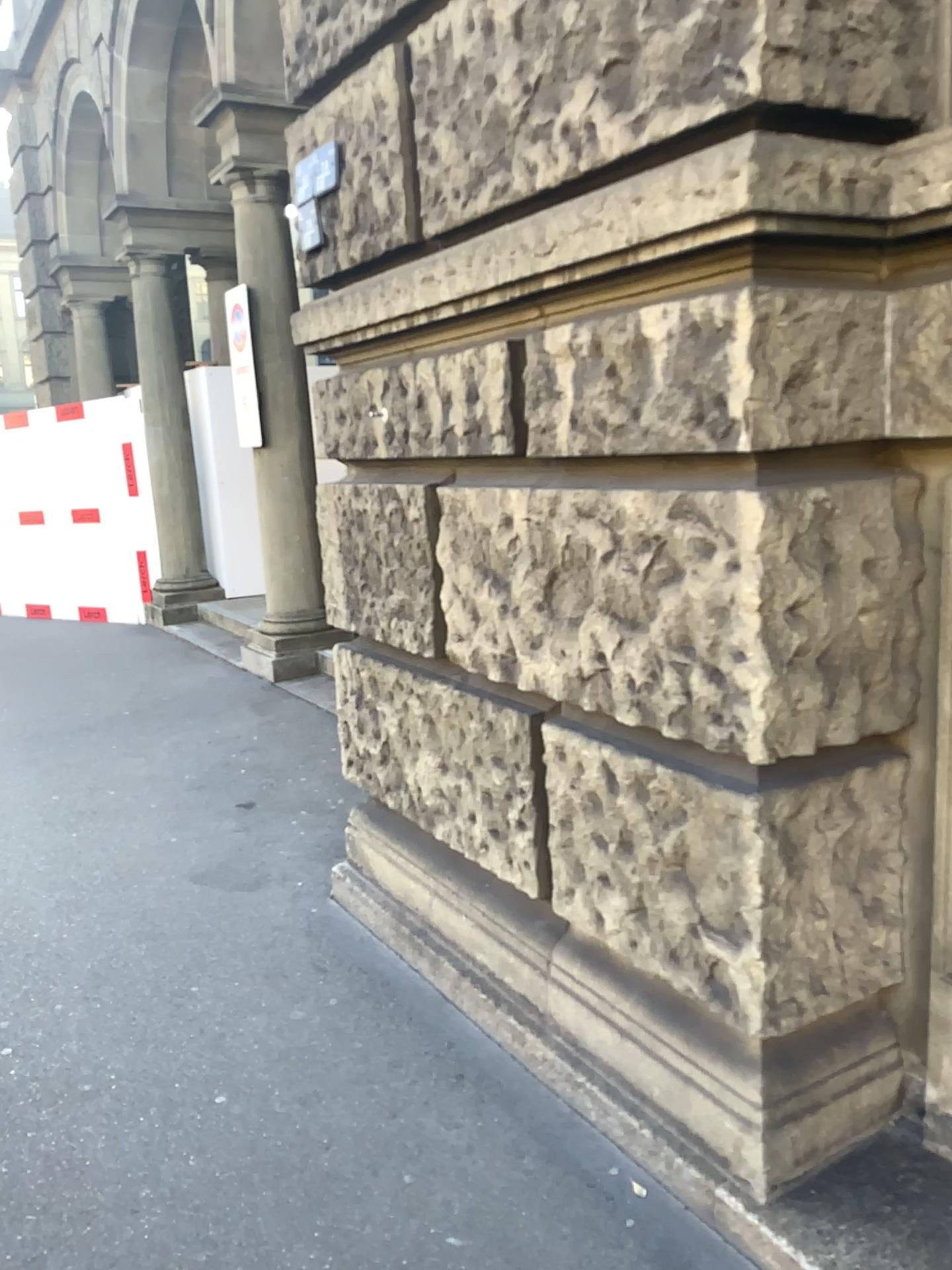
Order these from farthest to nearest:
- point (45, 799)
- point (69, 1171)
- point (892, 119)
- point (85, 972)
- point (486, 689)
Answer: point (45, 799) < point (85, 972) < point (486, 689) < point (69, 1171) < point (892, 119)
